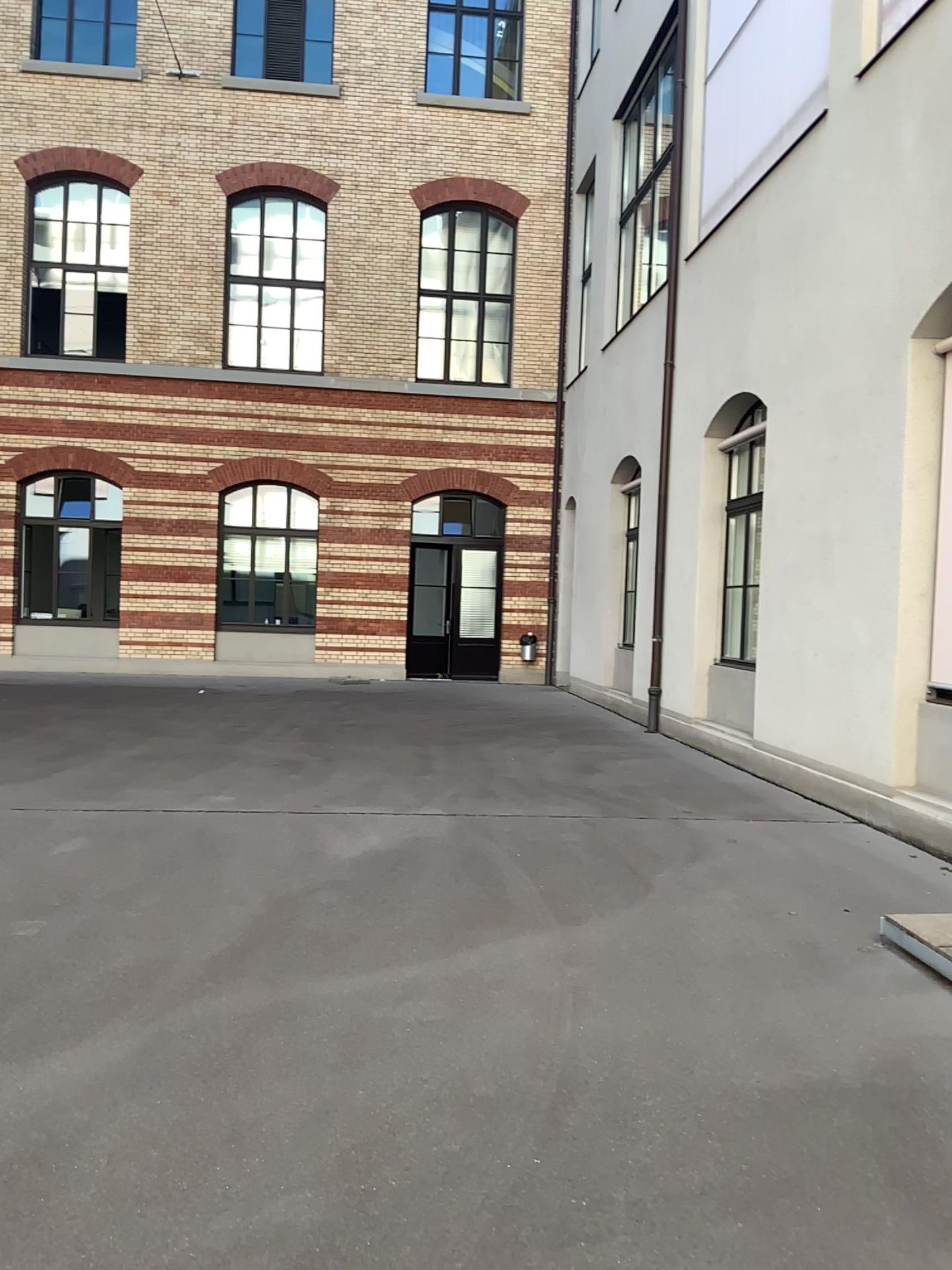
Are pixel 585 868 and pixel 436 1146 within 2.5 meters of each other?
no
